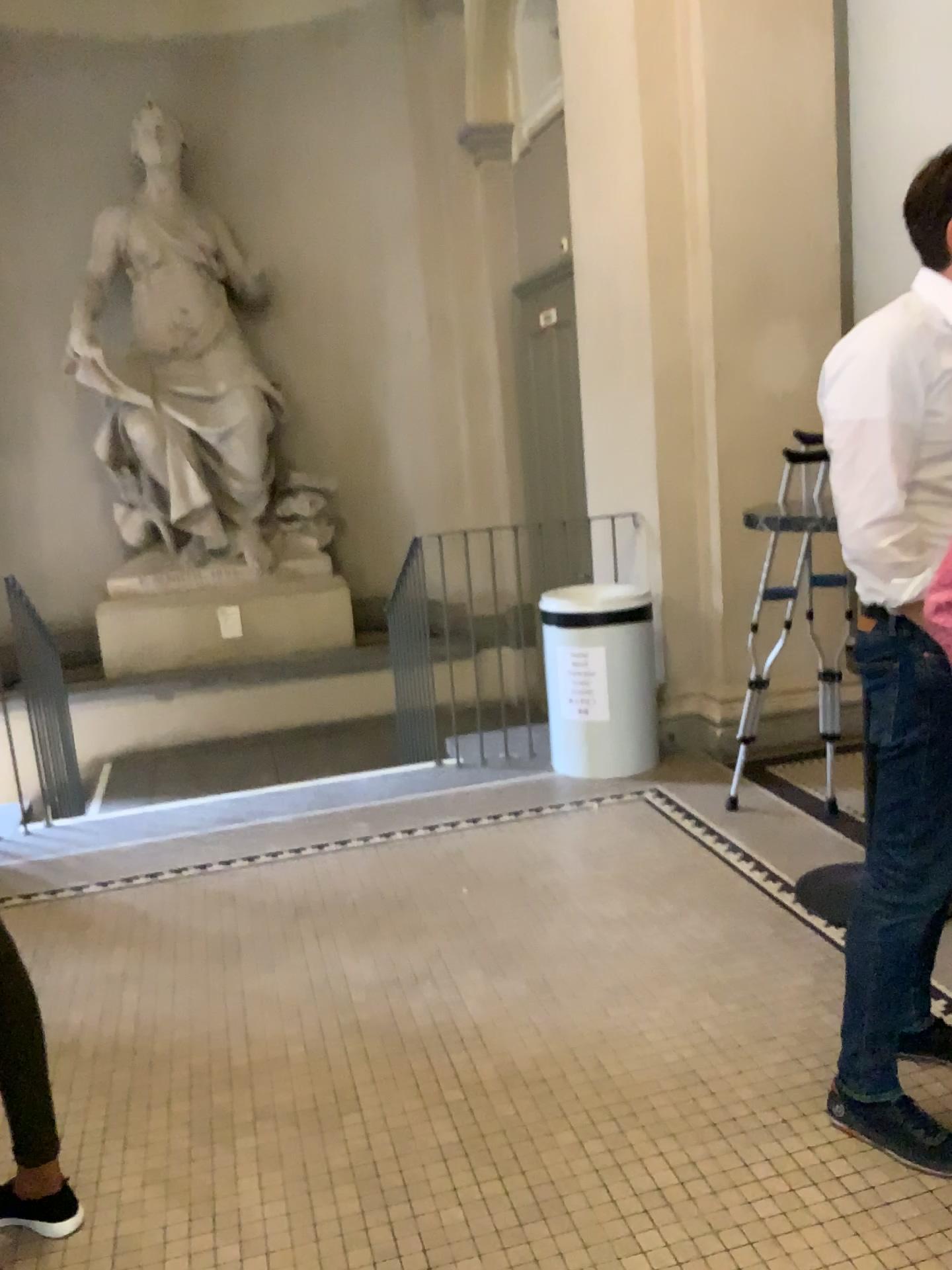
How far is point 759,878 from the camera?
3.15m

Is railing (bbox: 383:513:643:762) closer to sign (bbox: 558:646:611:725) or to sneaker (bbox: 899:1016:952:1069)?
sign (bbox: 558:646:611:725)

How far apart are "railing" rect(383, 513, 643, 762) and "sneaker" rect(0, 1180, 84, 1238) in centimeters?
276cm

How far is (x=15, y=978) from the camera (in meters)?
1.85

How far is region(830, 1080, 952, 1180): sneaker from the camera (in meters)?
1.97

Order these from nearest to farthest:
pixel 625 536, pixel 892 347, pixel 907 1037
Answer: pixel 892 347
pixel 907 1037
pixel 625 536

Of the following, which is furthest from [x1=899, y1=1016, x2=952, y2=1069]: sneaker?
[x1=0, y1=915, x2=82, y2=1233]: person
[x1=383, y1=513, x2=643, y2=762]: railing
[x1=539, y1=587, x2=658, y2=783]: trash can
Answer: [x1=383, y1=513, x2=643, y2=762]: railing

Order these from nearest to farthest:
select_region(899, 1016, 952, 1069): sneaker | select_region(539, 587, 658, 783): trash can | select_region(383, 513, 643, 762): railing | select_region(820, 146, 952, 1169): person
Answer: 1. select_region(820, 146, 952, 1169): person
2. select_region(899, 1016, 952, 1069): sneaker
3. select_region(539, 587, 658, 783): trash can
4. select_region(383, 513, 643, 762): railing

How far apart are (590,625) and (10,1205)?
2.8 meters

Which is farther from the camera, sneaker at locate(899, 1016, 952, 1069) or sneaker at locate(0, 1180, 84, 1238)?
sneaker at locate(899, 1016, 952, 1069)
